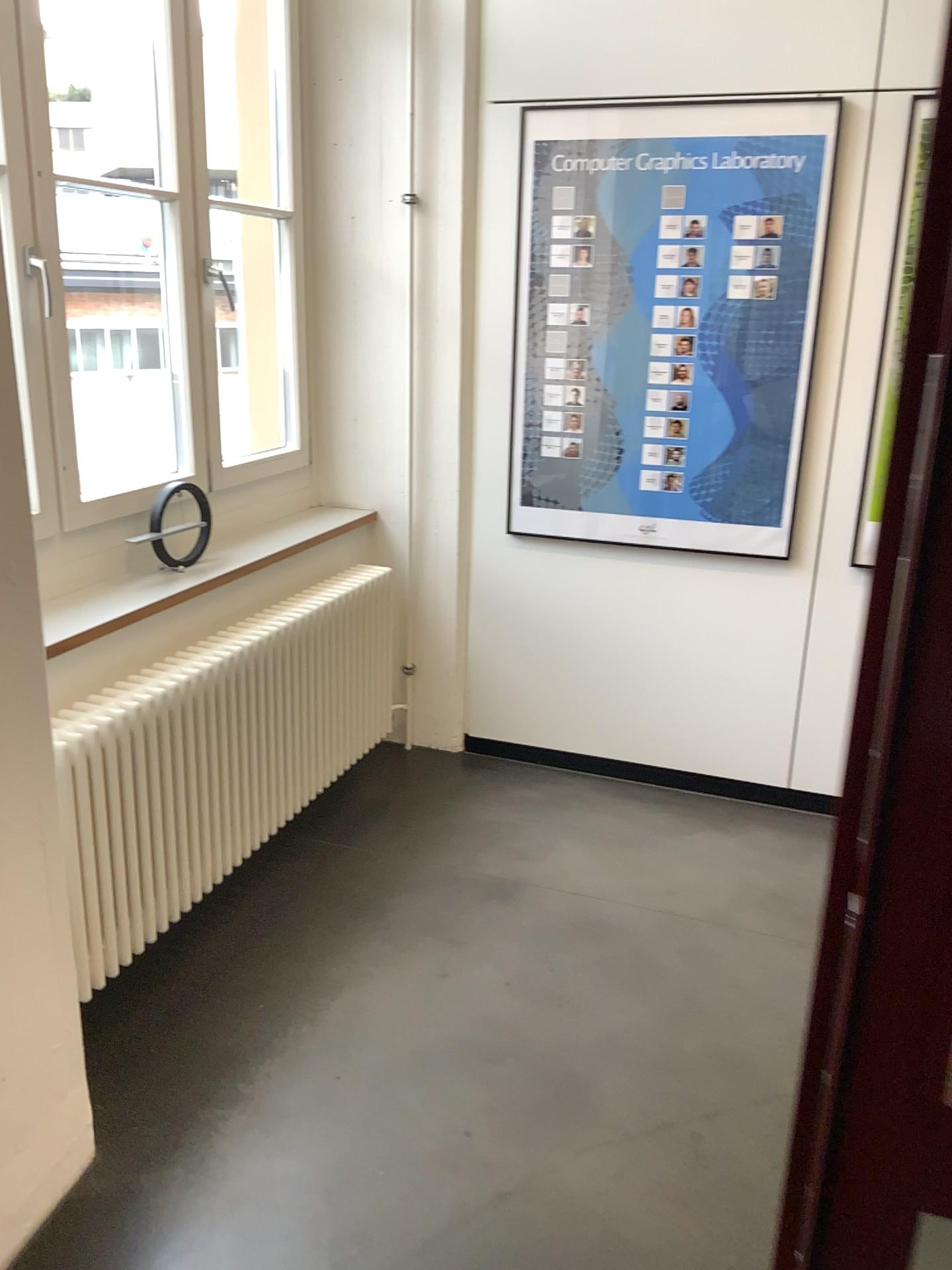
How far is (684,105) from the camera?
3.02m

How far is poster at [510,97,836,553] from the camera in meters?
3.0 m

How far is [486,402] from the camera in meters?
3.5 m
